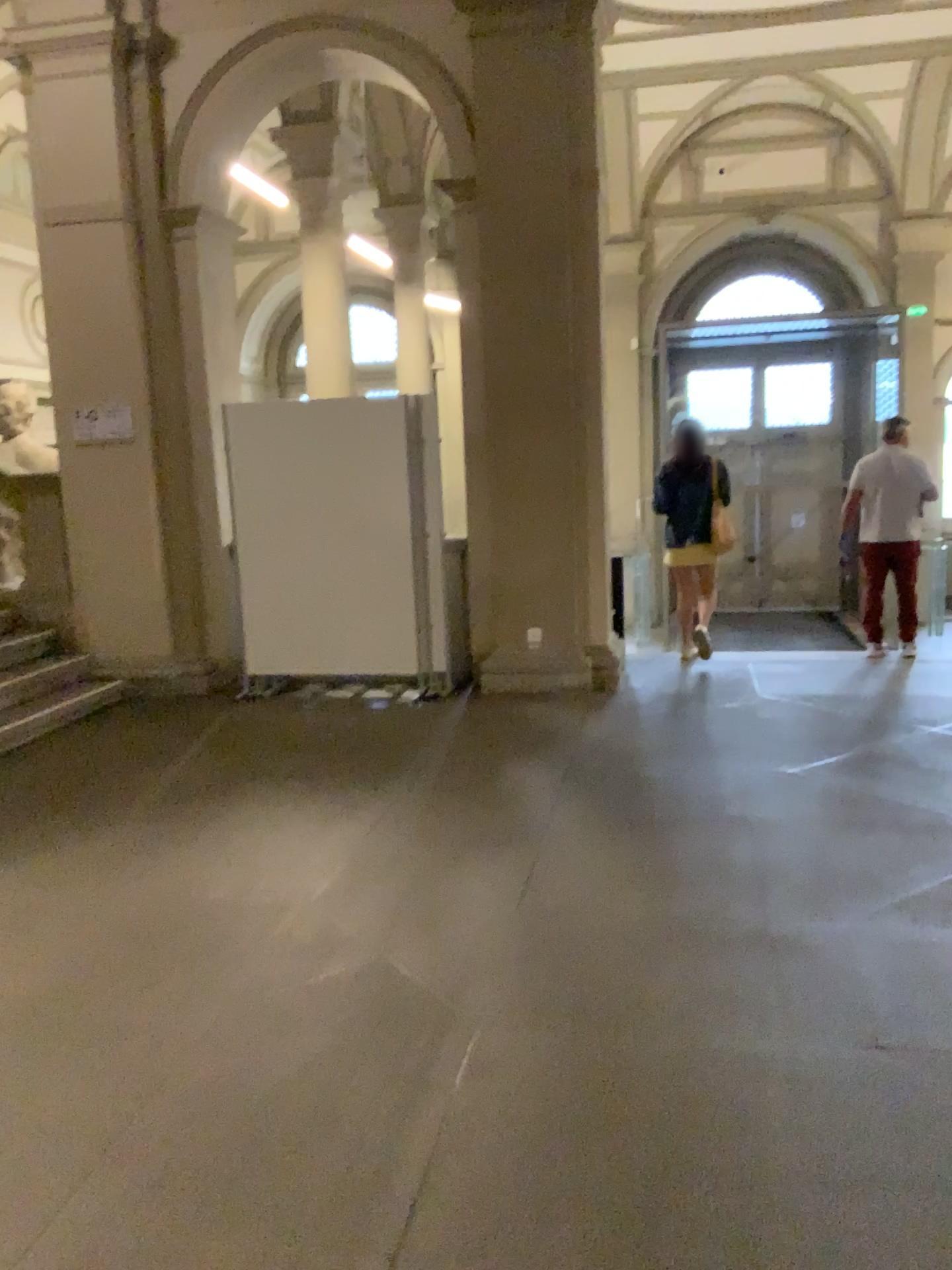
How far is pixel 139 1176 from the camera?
2.3 meters
